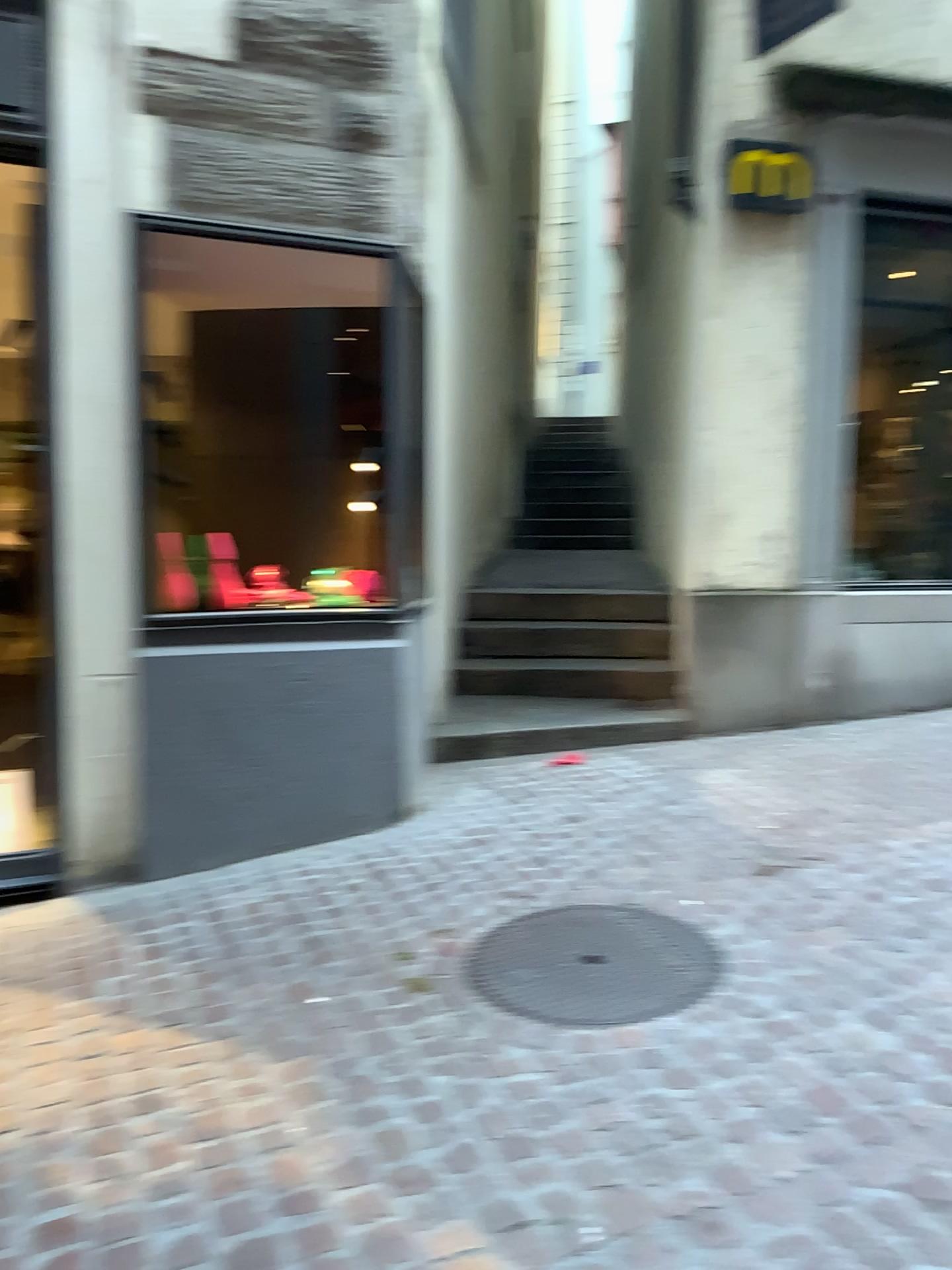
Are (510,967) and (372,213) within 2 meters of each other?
no
